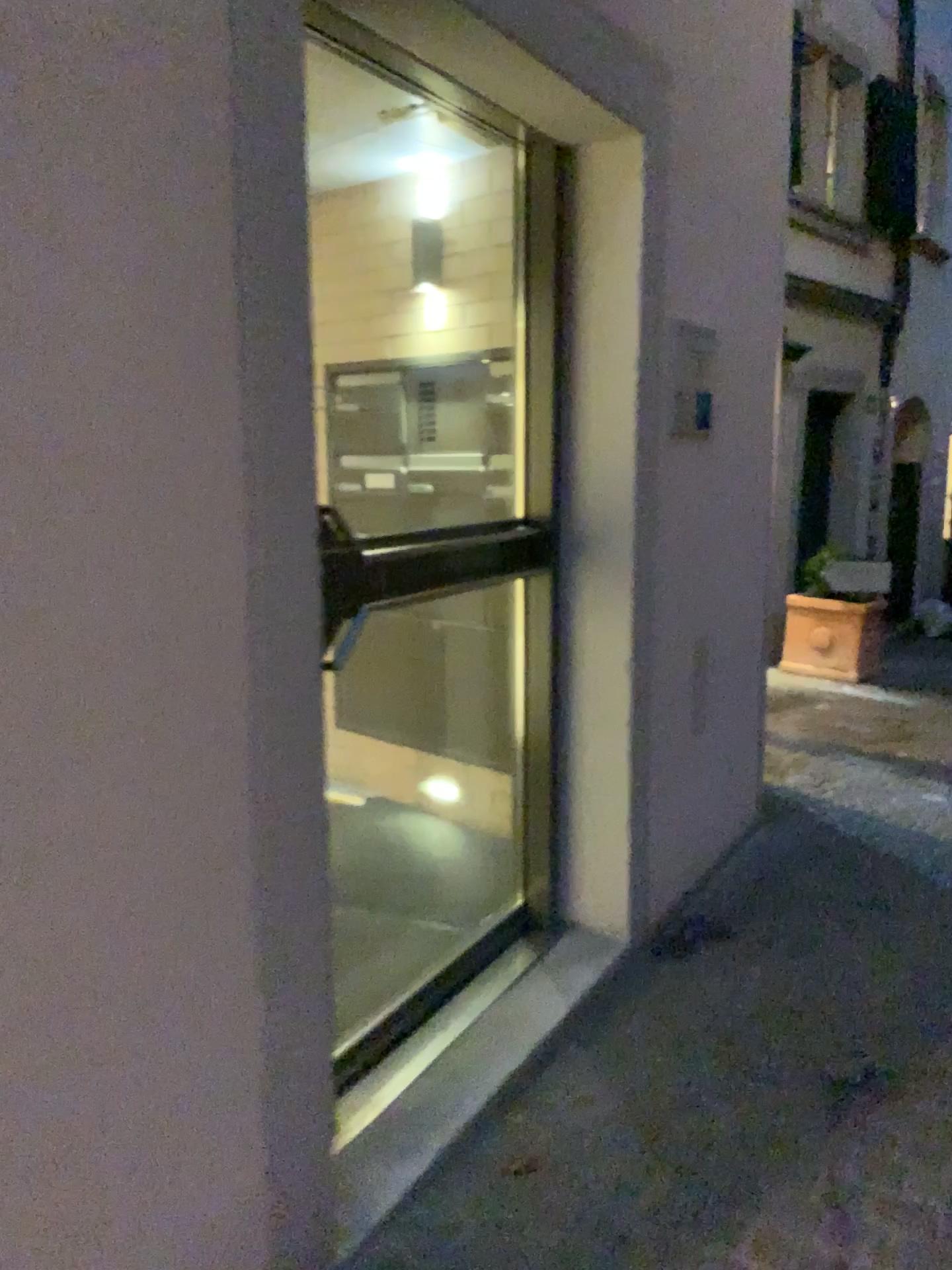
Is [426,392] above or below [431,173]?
below

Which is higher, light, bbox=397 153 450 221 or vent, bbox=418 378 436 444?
light, bbox=397 153 450 221

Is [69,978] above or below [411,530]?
below
